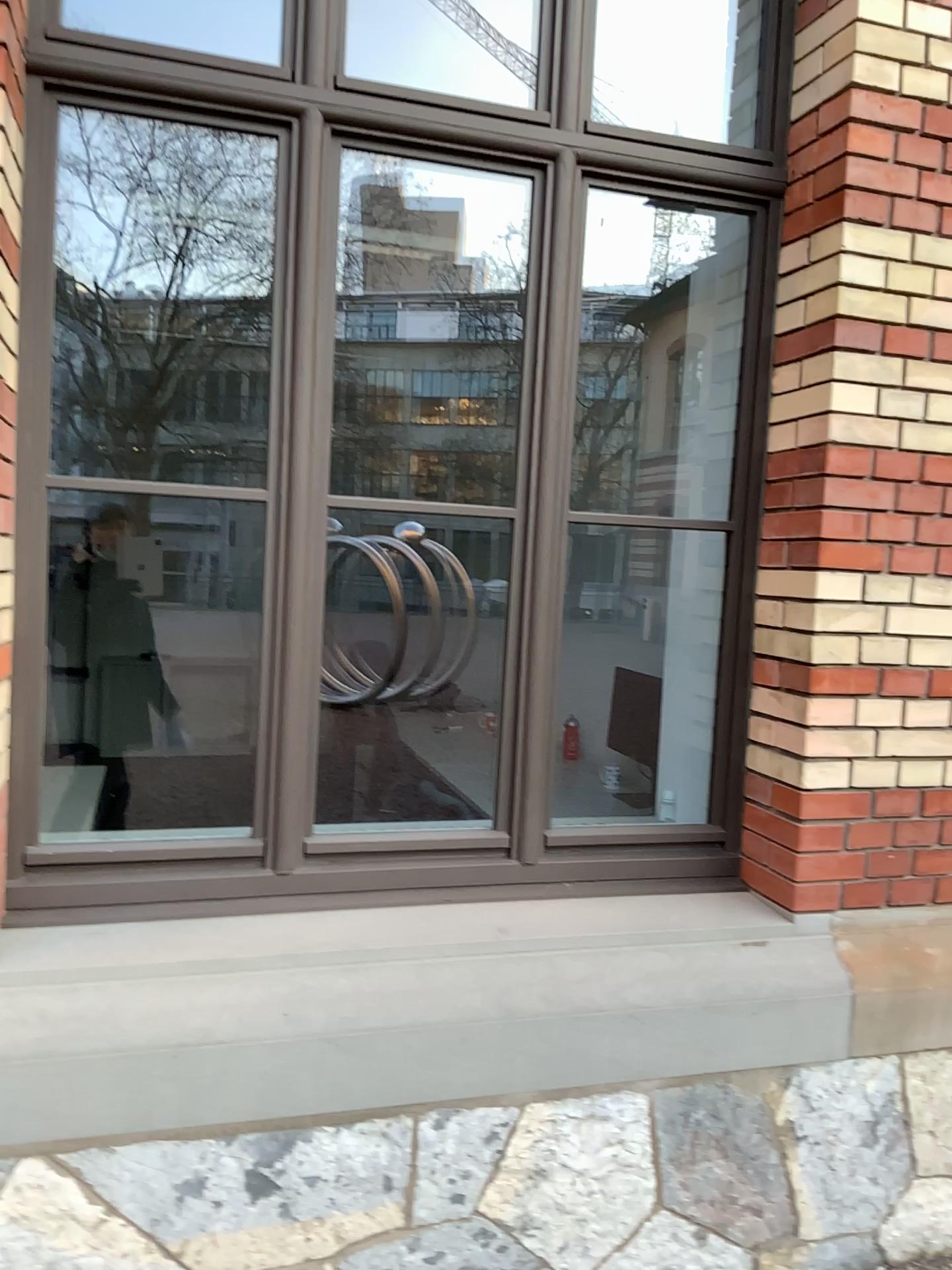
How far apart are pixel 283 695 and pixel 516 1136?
1.0m
